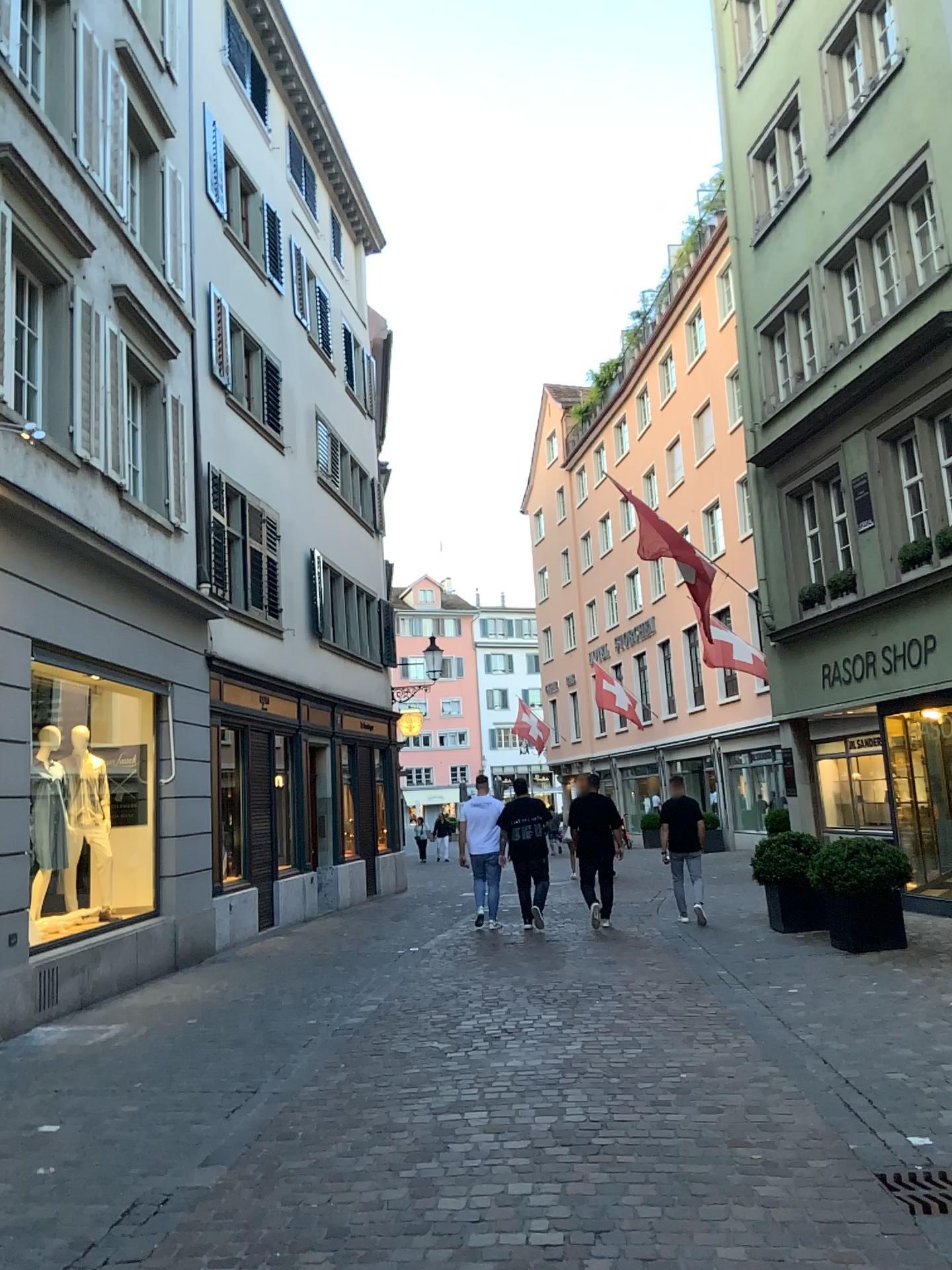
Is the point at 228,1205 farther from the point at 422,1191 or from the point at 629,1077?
the point at 629,1077
